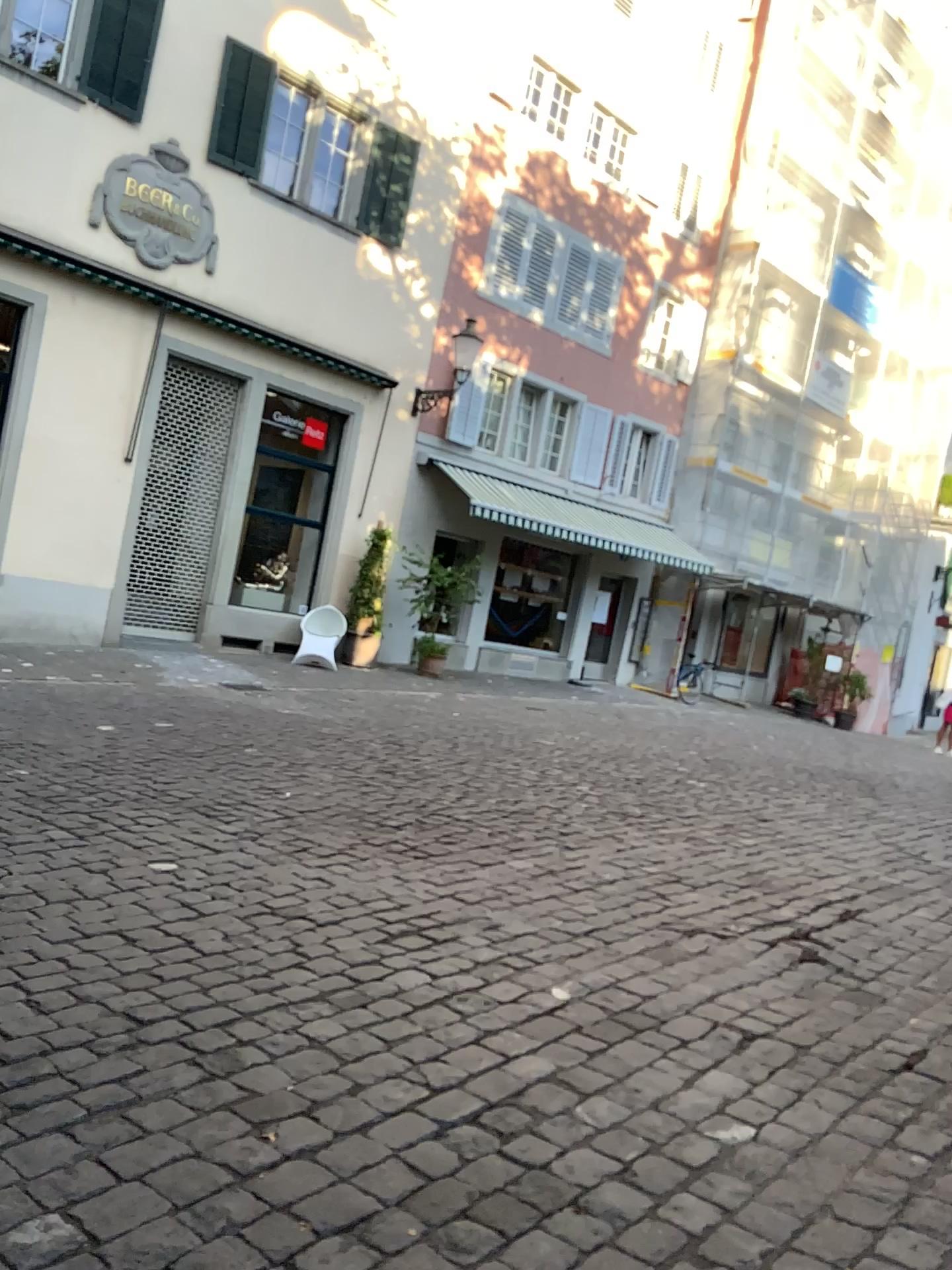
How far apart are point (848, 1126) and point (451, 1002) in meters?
1.2 m
